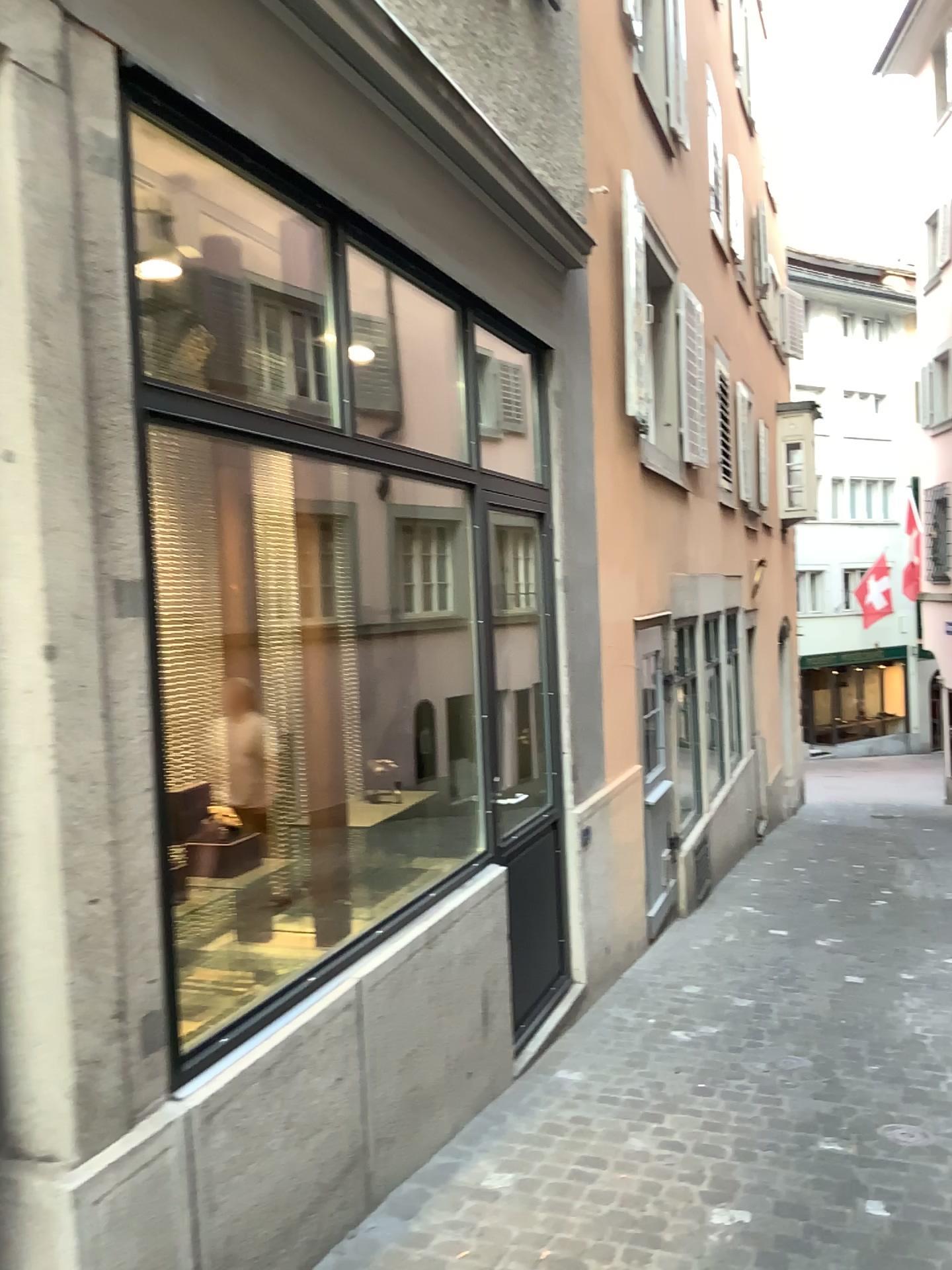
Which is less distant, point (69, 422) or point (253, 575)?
point (69, 422)
